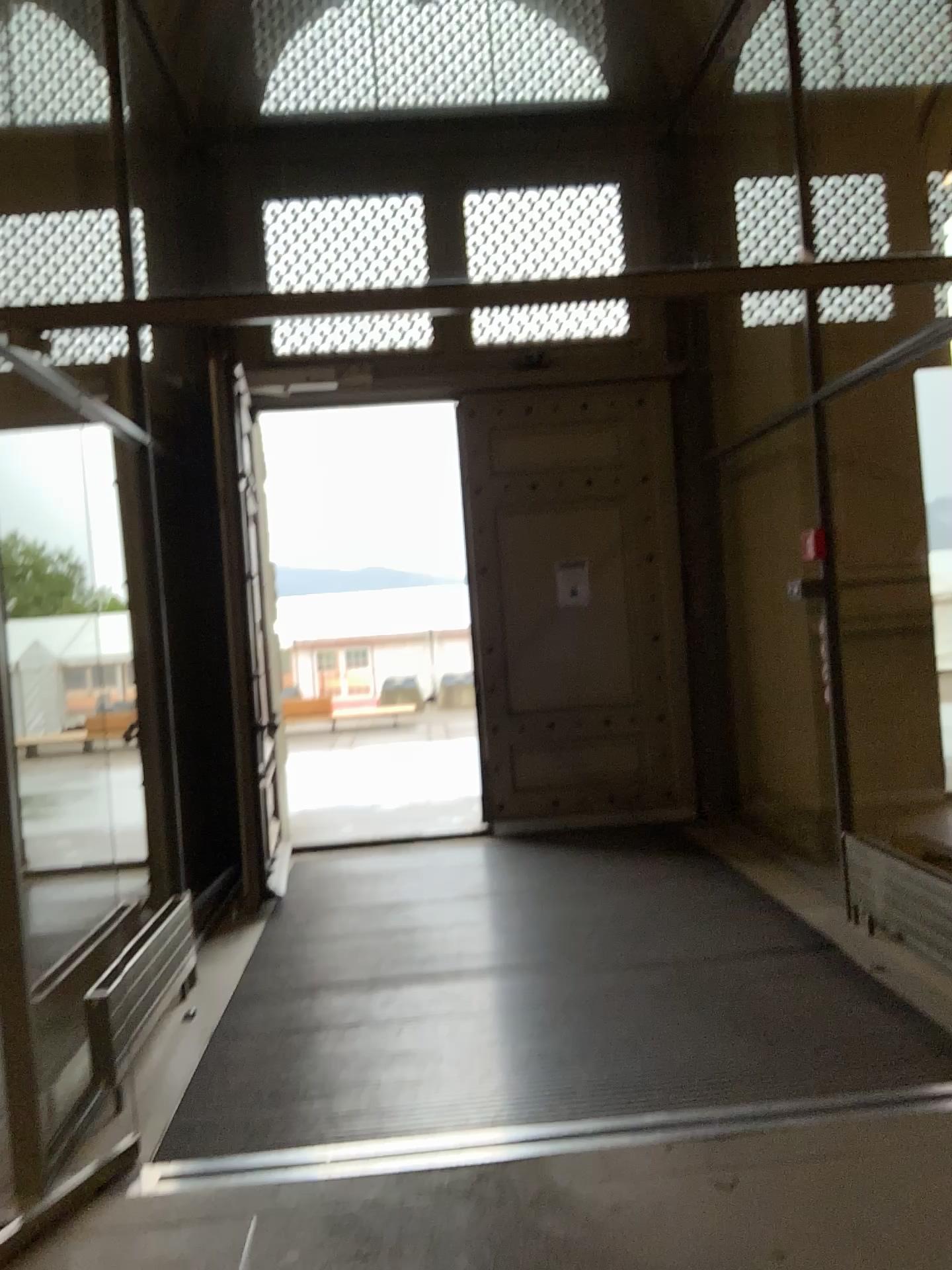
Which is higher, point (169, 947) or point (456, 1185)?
point (169, 947)
